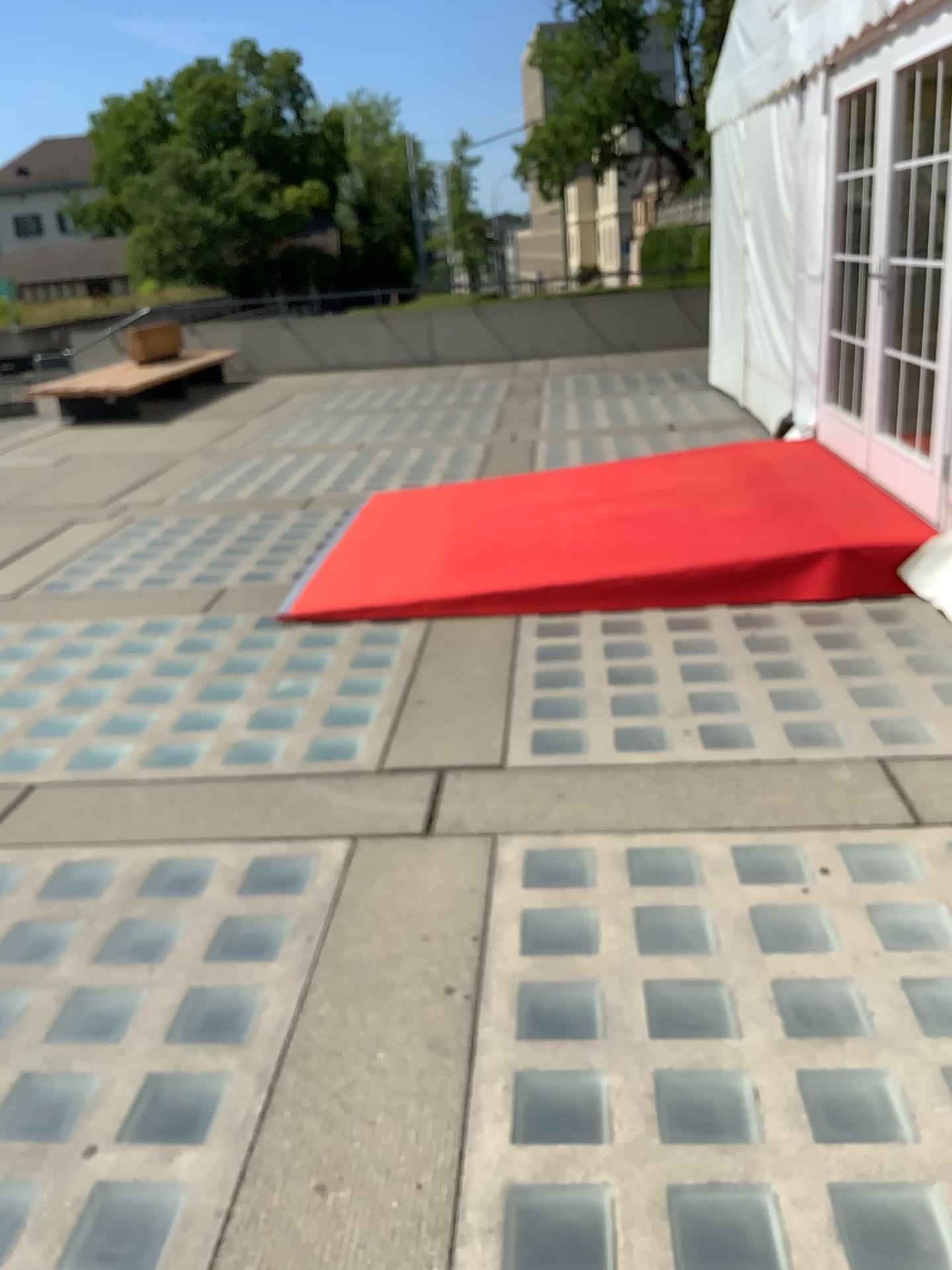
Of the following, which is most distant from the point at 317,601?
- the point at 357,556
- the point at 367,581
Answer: the point at 357,556
